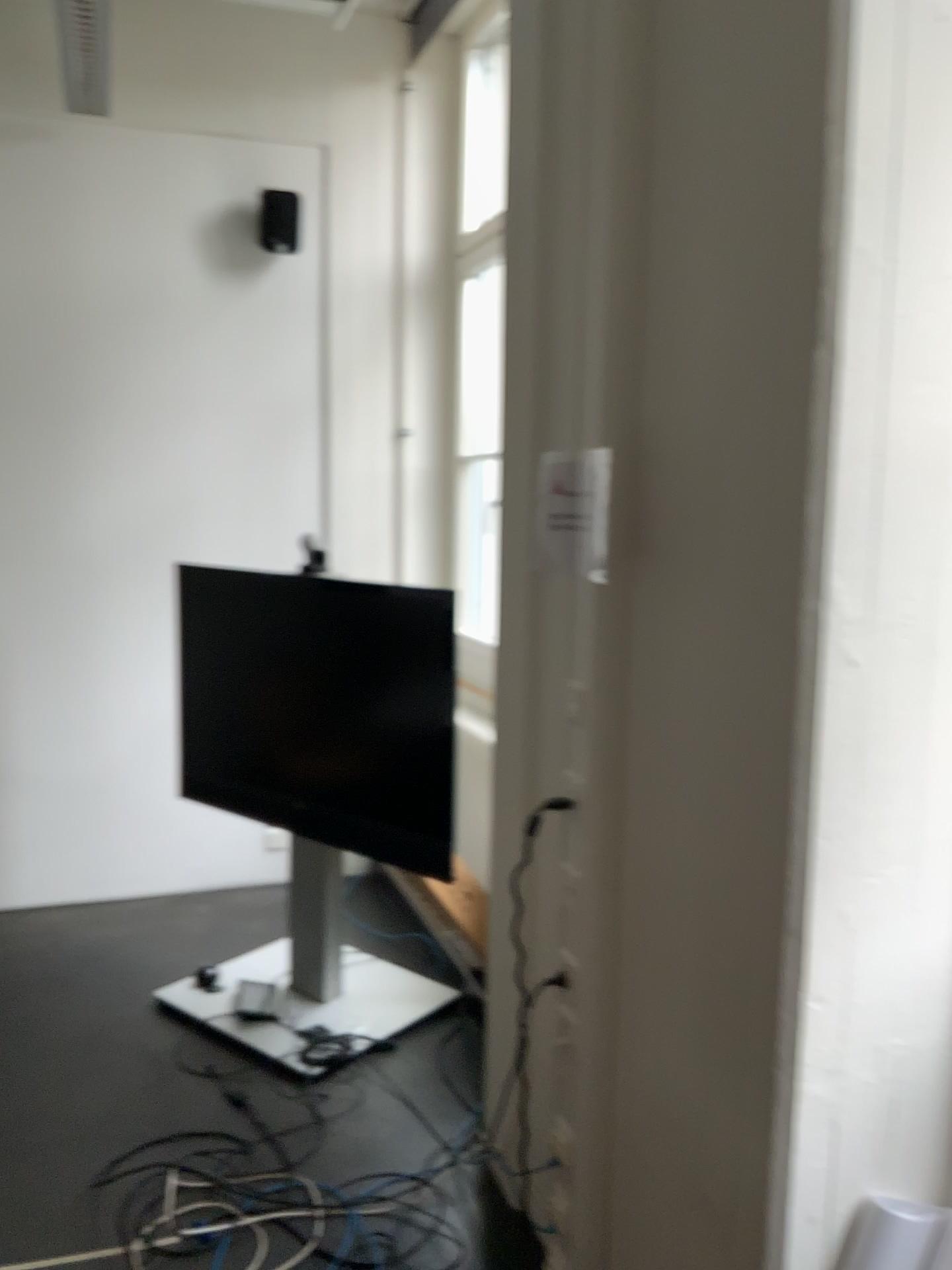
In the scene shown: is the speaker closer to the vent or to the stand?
the vent

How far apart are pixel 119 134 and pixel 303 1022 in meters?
3.3

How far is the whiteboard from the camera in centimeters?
403cm

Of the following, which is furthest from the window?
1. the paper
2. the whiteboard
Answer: the paper

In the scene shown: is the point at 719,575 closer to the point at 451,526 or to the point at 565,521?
the point at 565,521

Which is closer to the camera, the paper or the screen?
Result: the paper

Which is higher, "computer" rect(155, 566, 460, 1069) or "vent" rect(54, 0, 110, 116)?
"vent" rect(54, 0, 110, 116)

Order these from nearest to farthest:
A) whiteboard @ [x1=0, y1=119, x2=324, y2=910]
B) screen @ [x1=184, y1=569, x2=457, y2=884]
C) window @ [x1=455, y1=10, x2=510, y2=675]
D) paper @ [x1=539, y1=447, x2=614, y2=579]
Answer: paper @ [x1=539, y1=447, x2=614, y2=579] → screen @ [x1=184, y1=569, x2=457, y2=884] → whiteboard @ [x1=0, y1=119, x2=324, y2=910] → window @ [x1=455, y1=10, x2=510, y2=675]

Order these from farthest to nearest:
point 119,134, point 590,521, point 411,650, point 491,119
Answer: point 491,119 → point 119,134 → point 411,650 → point 590,521

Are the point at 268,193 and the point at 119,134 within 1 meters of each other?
yes
